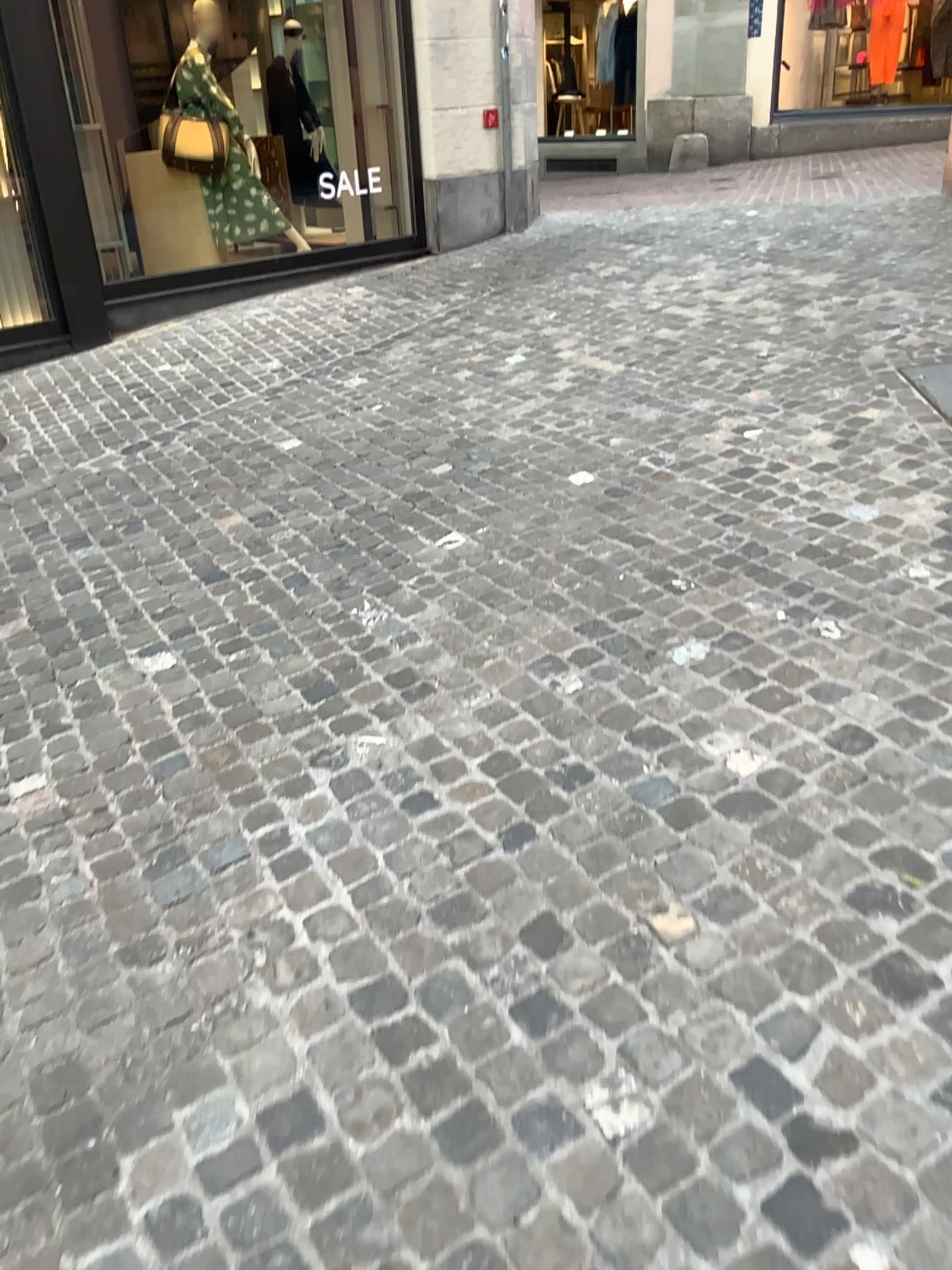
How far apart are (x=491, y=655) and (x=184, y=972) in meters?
1.2 m
